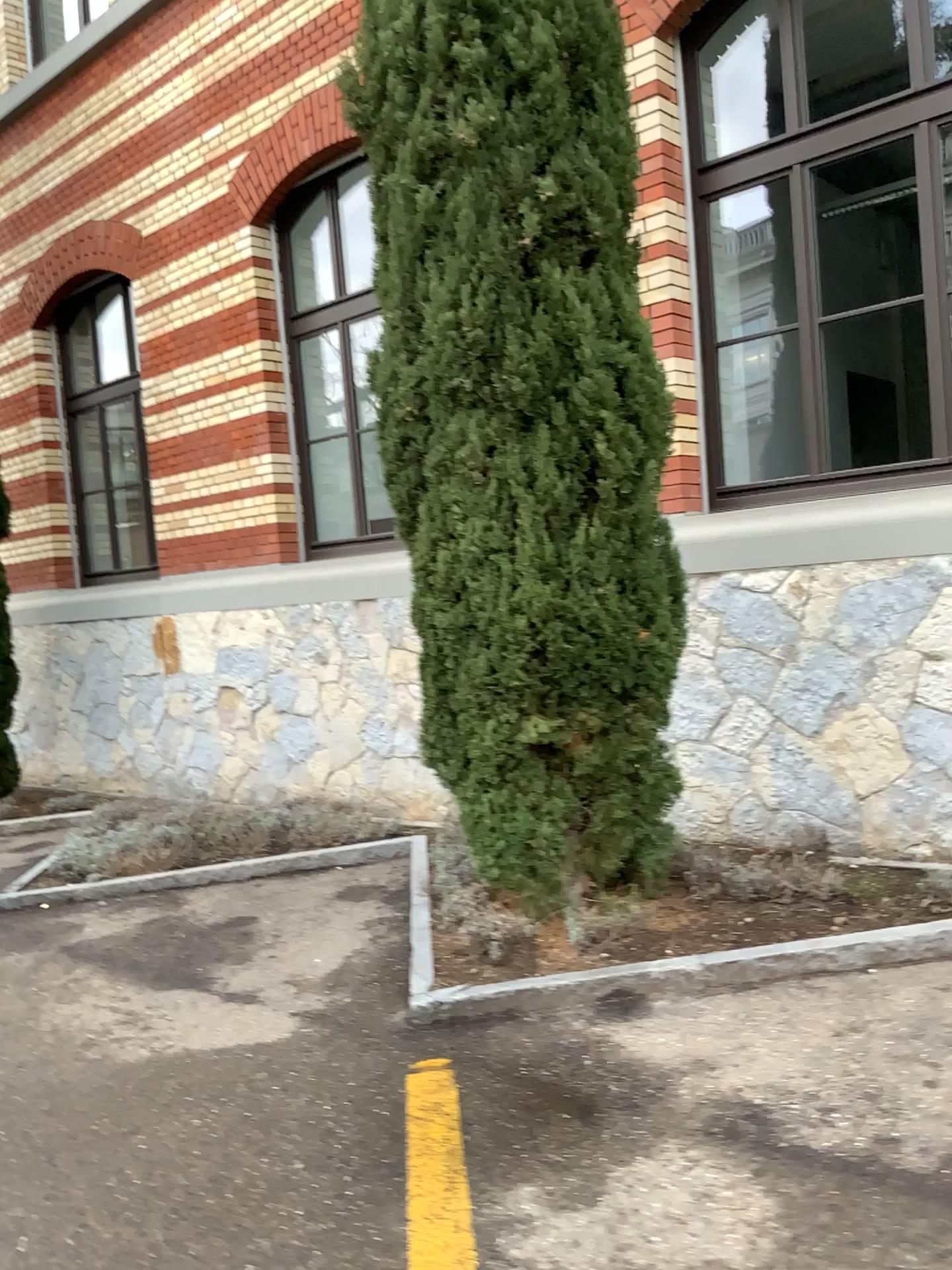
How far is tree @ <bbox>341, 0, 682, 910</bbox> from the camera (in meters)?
3.63

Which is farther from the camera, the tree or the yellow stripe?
the tree

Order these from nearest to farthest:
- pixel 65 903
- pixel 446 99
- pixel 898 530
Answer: pixel 446 99
pixel 898 530
pixel 65 903

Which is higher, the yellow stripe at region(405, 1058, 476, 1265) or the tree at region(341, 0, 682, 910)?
the tree at region(341, 0, 682, 910)

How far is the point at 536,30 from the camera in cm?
363

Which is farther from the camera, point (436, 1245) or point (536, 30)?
point (536, 30)

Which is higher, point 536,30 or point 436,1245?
point 536,30
